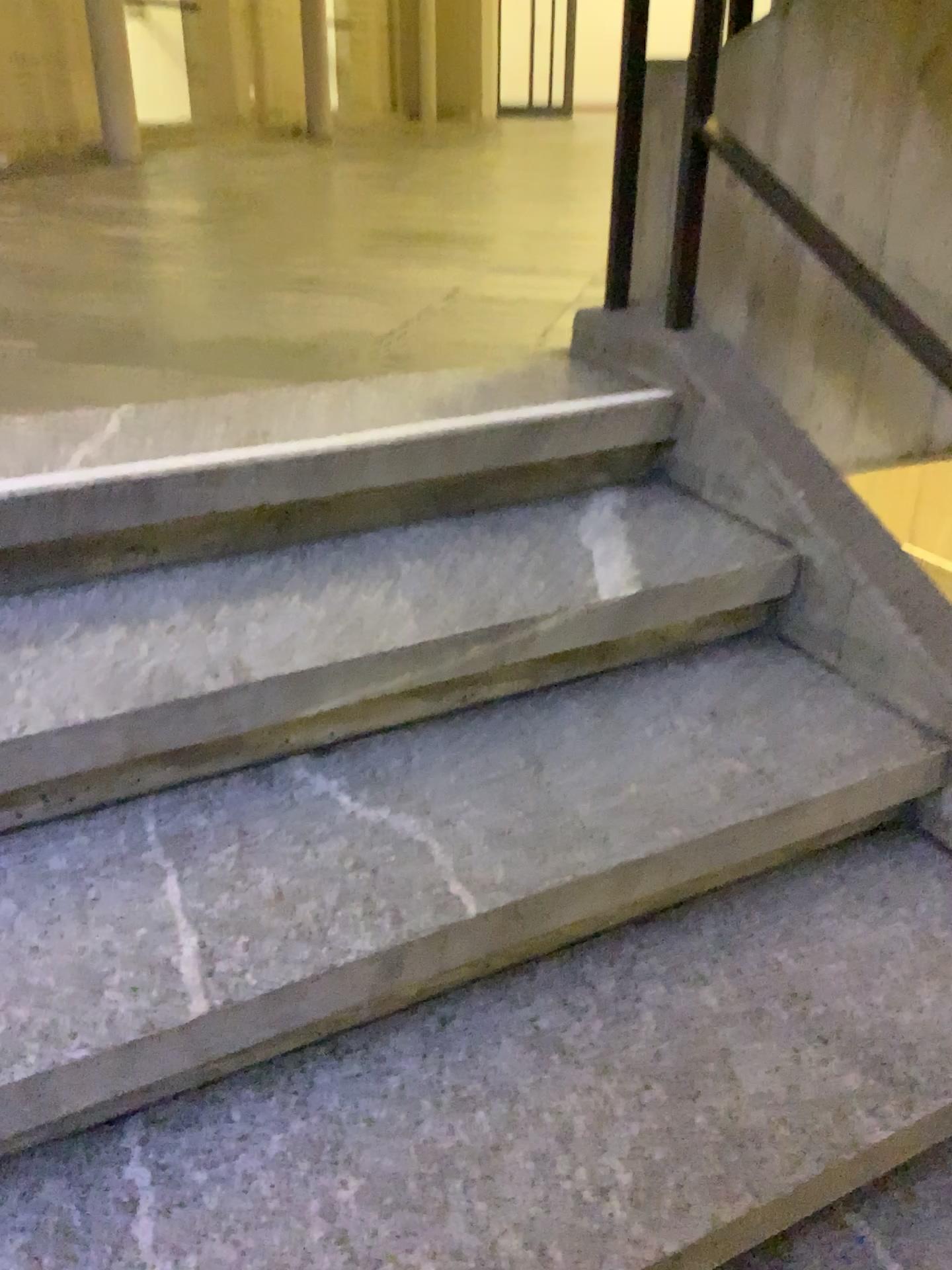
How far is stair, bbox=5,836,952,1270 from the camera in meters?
1.0

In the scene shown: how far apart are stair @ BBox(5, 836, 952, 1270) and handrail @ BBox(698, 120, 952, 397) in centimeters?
77cm

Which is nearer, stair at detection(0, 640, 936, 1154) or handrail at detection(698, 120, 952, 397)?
stair at detection(0, 640, 936, 1154)

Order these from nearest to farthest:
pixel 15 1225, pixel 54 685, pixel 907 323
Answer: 1. pixel 15 1225
2. pixel 54 685
3. pixel 907 323

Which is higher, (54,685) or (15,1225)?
(54,685)

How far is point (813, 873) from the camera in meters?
1.4

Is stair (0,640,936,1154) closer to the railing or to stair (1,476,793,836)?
stair (1,476,793,836)

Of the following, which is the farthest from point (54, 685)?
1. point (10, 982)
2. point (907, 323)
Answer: point (907, 323)

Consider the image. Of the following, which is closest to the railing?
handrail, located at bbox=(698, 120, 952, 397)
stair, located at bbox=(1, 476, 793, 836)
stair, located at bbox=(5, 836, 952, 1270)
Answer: handrail, located at bbox=(698, 120, 952, 397)

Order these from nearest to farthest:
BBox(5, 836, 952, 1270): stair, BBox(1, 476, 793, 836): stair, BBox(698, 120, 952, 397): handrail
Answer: BBox(5, 836, 952, 1270): stair, BBox(1, 476, 793, 836): stair, BBox(698, 120, 952, 397): handrail
